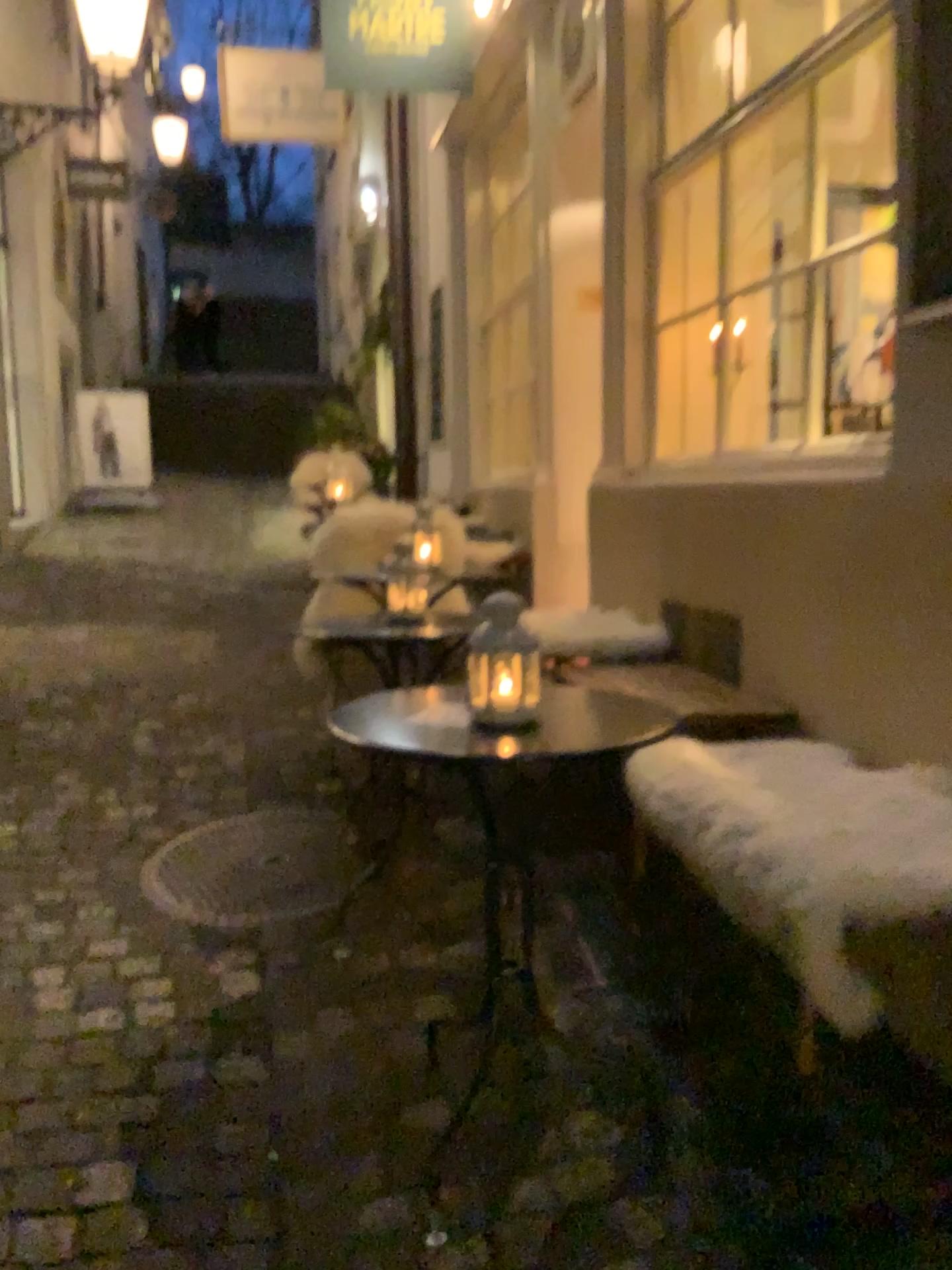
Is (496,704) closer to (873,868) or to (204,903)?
(873,868)

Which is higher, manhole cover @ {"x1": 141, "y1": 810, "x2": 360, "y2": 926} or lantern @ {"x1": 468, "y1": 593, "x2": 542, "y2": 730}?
lantern @ {"x1": 468, "y1": 593, "x2": 542, "y2": 730}

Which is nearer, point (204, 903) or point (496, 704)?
point (496, 704)

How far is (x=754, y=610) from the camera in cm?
262

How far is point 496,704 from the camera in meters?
1.6

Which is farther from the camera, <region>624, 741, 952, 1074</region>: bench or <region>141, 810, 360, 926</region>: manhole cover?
<region>141, 810, 360, 926</region>: manhole cover

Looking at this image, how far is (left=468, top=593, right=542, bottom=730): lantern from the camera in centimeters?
162cm

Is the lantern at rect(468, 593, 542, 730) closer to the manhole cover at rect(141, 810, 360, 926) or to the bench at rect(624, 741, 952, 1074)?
the bench at rect(624, 741, 952, 1074)

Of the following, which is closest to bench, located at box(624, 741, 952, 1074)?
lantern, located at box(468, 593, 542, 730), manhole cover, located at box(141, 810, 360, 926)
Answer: lantern, located at box(468, 593, 542, 730)
